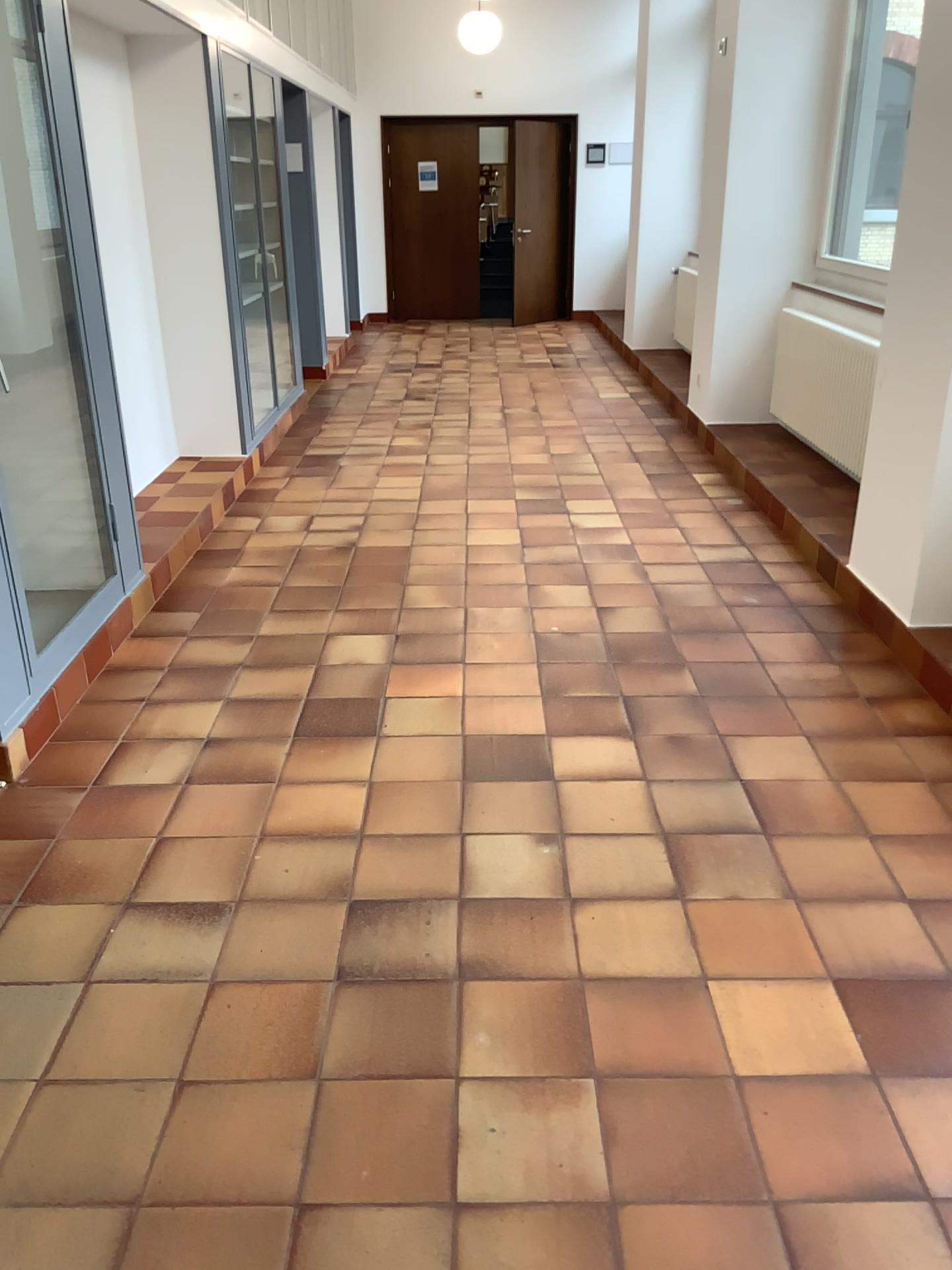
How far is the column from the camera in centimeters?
340cm

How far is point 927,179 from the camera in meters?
3.4 m

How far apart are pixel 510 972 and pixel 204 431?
4.42m

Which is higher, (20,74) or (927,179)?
(20,74)
